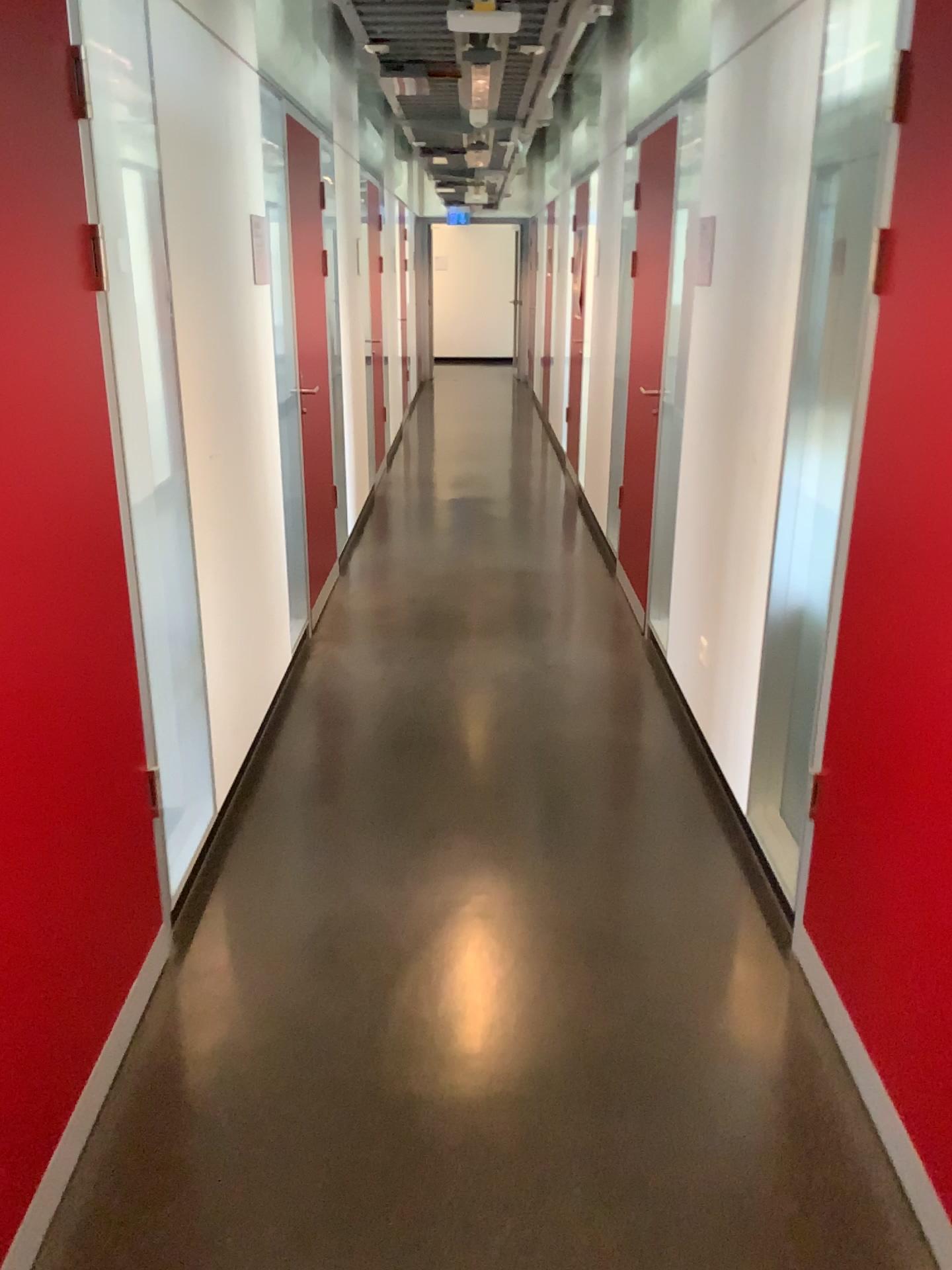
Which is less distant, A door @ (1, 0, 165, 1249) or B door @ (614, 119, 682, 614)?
A door @ (1, 0, 165, 1249)

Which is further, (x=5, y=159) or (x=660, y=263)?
(x=660, y=263)

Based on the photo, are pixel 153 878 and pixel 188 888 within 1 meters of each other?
yes
